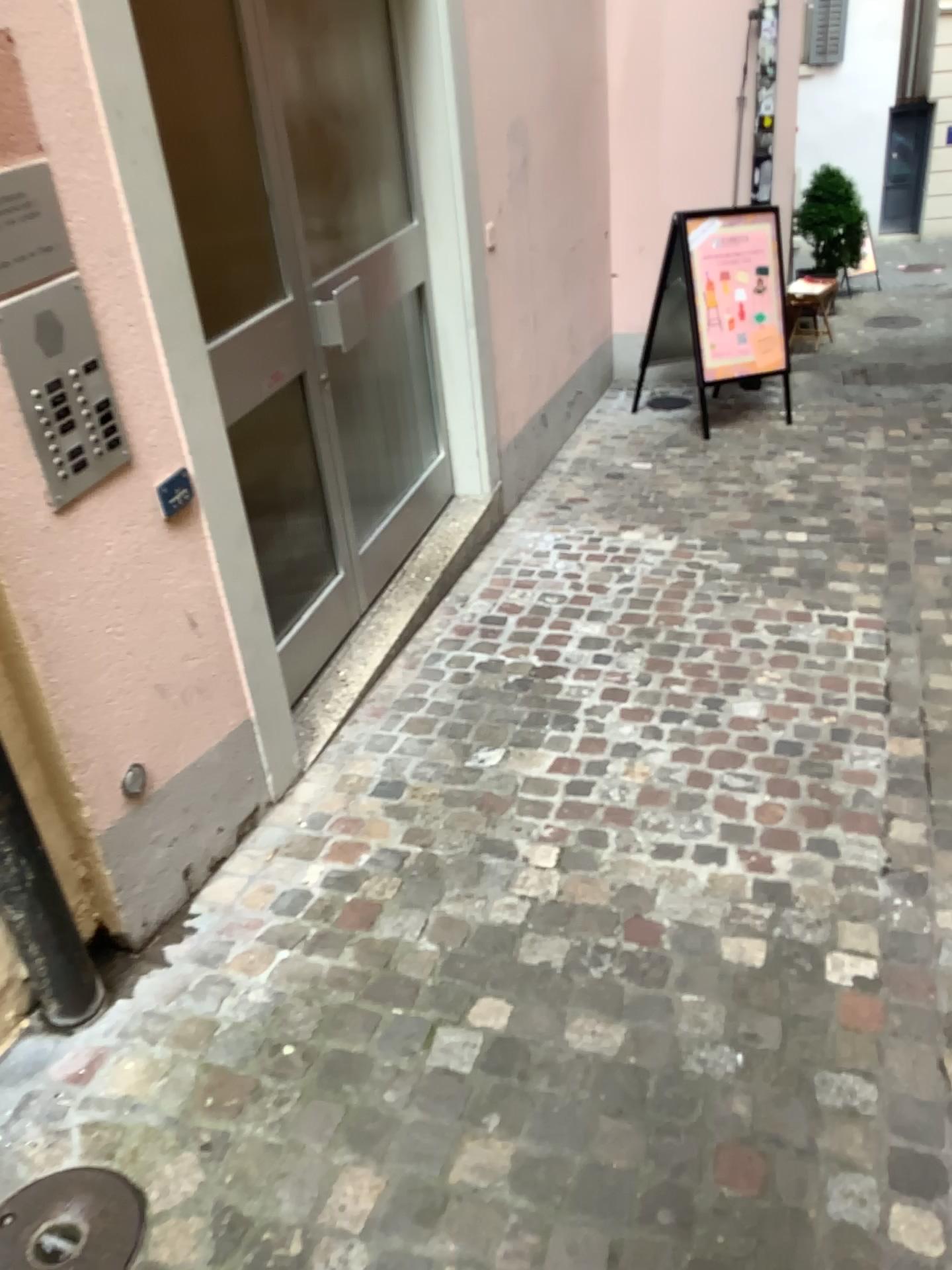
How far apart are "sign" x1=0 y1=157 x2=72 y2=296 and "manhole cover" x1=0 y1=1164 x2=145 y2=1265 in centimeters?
146cm

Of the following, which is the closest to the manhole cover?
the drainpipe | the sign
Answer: the drainpipe

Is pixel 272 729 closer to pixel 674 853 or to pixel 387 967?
pixel 387 967

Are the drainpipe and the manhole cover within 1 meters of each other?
yes

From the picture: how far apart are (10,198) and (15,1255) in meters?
1.7

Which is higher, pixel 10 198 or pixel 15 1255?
pixel 10 198

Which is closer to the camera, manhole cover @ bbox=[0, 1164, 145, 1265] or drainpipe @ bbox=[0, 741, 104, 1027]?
manhole cover @ bbox=[0, 1164, 145, 1265]

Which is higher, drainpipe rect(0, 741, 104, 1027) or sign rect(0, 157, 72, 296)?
sign rect(0, 157, 72, 296)

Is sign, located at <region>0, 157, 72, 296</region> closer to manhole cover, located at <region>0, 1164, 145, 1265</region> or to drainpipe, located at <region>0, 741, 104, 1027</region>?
drainpipe, located at <region>0, 741, 104, 1027</region>

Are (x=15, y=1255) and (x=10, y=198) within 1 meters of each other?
no
